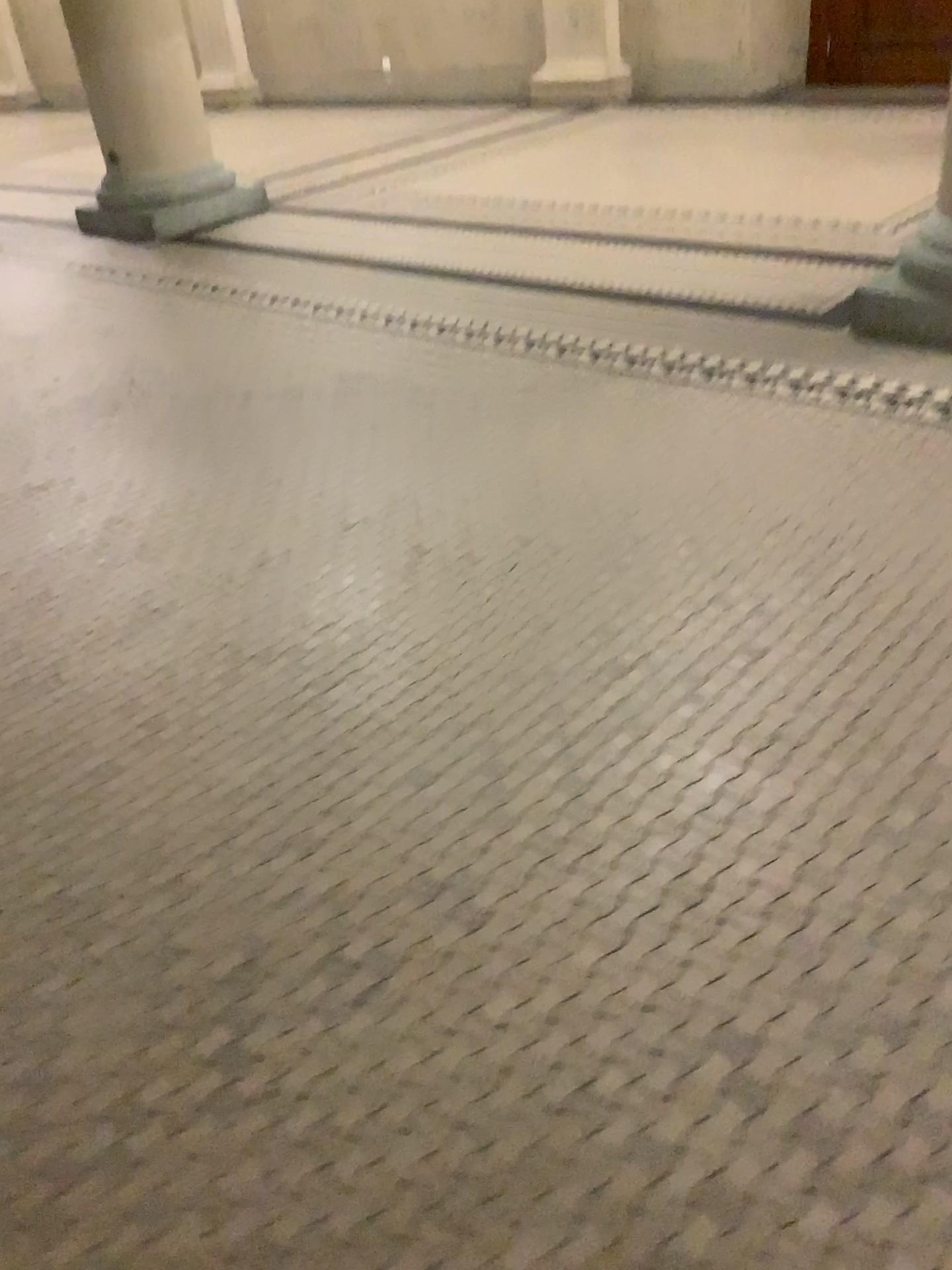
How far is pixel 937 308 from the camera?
2.8m

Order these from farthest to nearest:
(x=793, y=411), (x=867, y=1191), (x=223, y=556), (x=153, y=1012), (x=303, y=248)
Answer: (x=303, y=248)
(x=793, y=411)
(x=223, y=556)
(x=153, y=1012)
(x=867, y=1191)

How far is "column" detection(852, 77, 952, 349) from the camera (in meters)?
2.81
